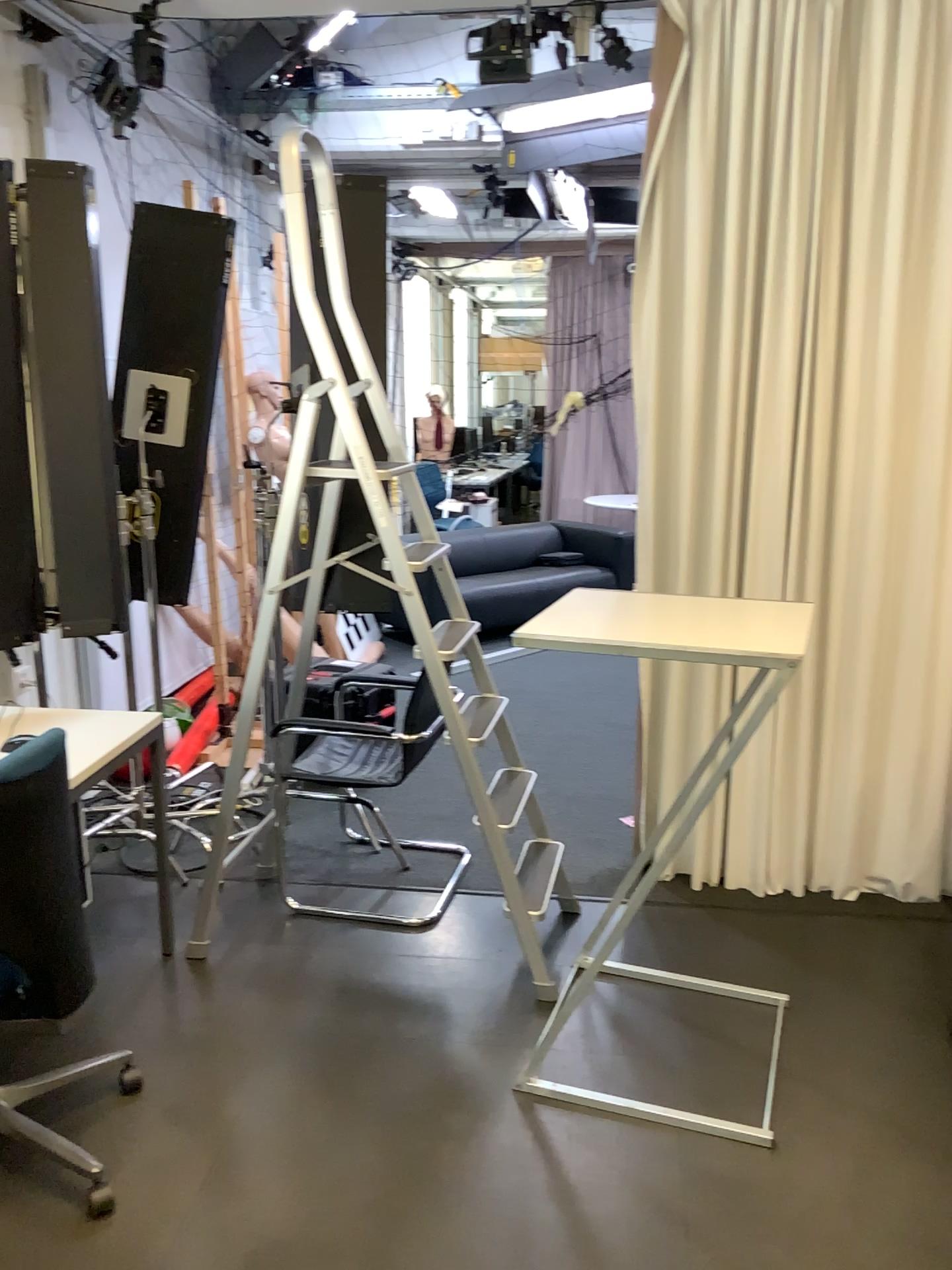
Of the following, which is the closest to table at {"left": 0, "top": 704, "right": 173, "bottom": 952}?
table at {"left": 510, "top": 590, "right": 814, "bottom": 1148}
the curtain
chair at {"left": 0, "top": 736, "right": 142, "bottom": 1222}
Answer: chair at {"left": 0, "top": 736, "right": 142, "bottom": 1222}

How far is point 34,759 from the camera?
2.0 meters

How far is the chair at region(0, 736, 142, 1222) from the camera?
2.01m

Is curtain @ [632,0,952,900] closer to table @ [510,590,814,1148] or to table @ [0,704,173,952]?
table @ [510,590,814,1148]

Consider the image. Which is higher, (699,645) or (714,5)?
(714,5)

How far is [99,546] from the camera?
3.1 meters

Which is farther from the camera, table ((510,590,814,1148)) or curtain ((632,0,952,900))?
curtain ((632,0,952,900))

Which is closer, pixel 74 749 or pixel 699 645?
pixel 699 645

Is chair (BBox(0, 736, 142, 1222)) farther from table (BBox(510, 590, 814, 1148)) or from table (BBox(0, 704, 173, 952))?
table (BBox(510, 590, 814, 1148))
